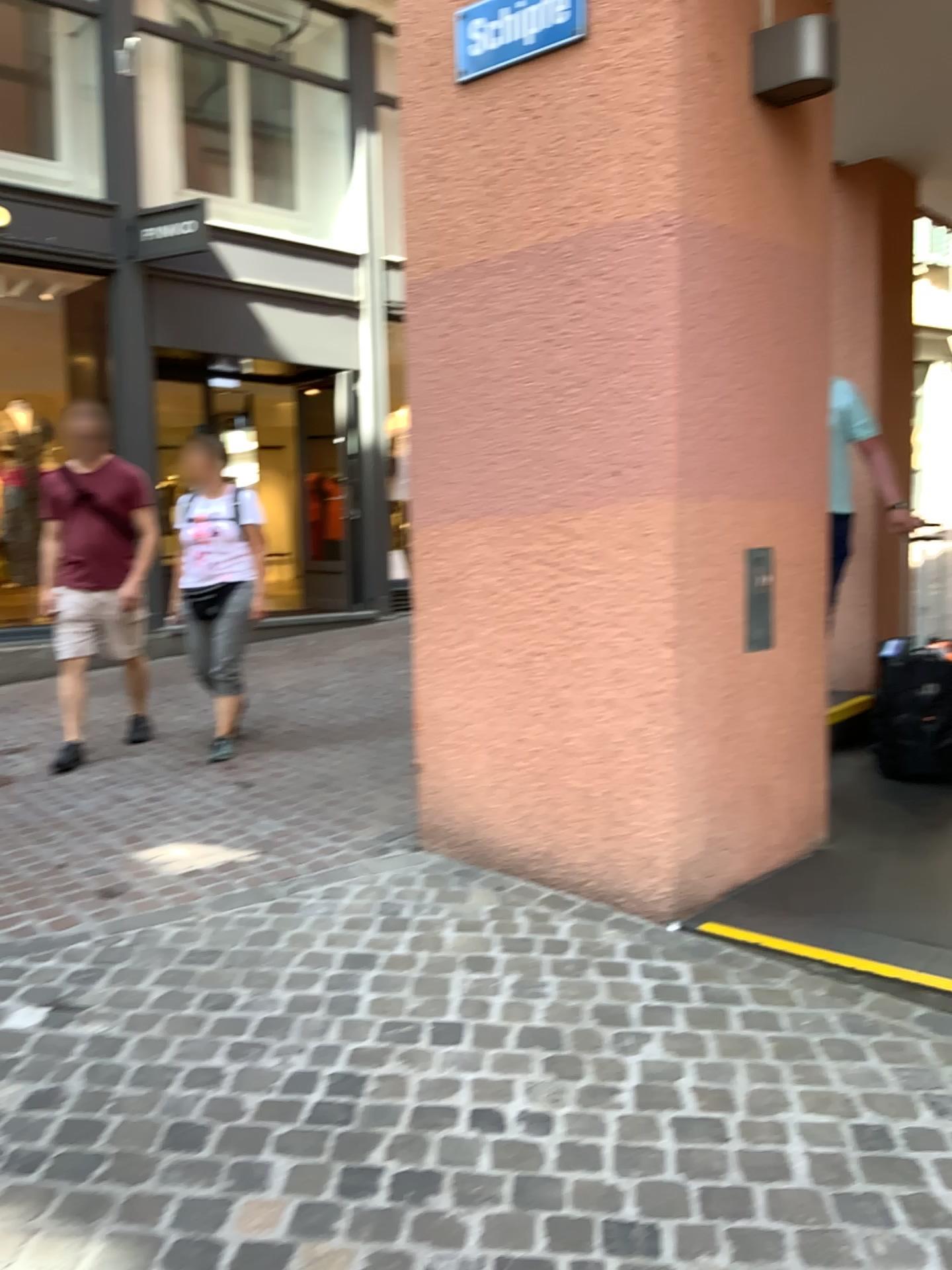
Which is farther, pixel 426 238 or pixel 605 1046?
pixel 426 238
